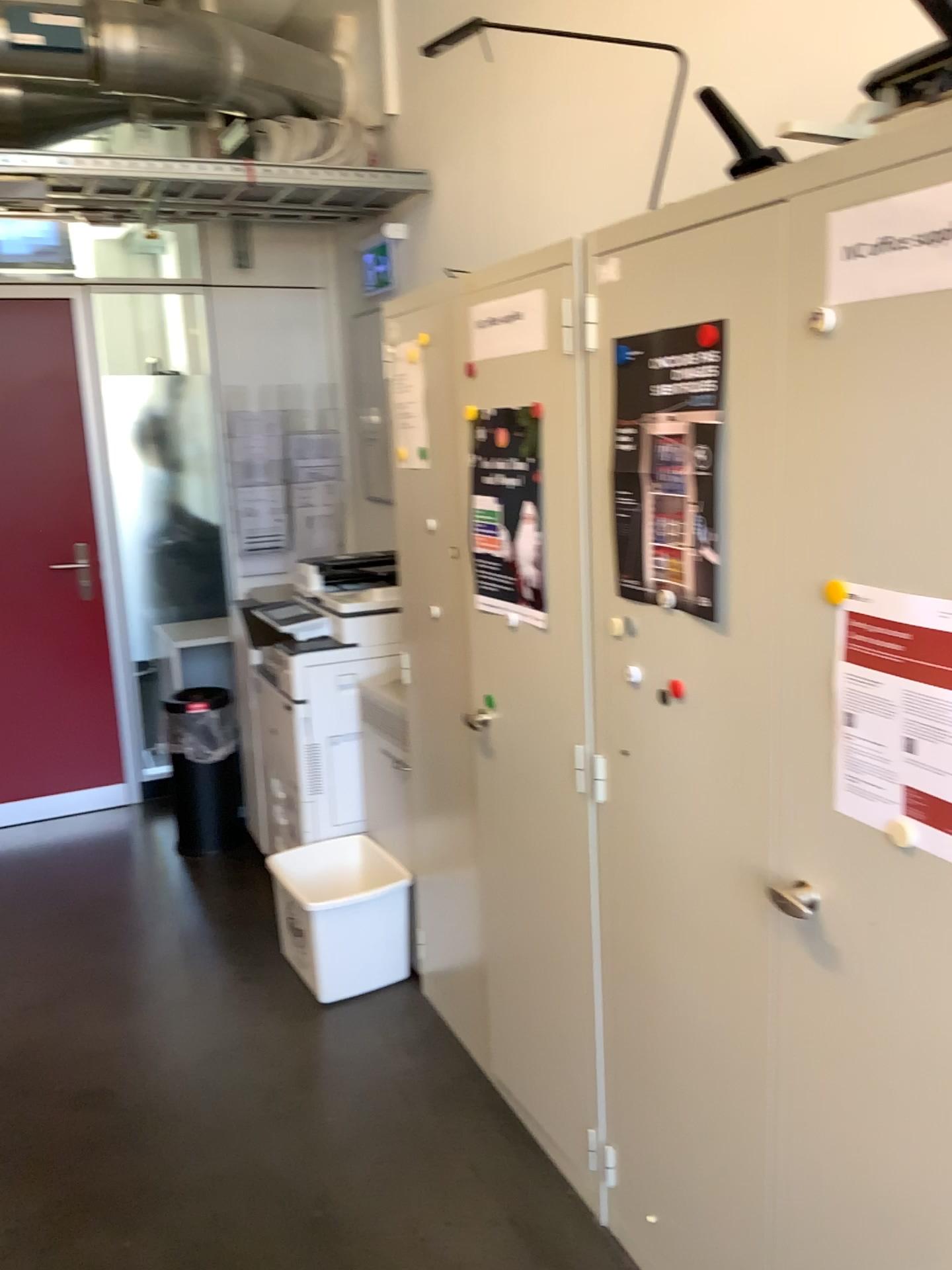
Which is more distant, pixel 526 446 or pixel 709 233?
pixel 526 446

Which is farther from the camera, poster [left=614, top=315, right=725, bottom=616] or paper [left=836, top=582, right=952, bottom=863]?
poster [left=614, top=315, right=725, bottom=616]

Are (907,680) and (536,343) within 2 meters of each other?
yes

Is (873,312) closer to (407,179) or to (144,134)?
(407,179)

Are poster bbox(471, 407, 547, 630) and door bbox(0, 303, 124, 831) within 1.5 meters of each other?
no

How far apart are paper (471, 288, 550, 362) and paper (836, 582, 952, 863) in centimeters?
89cm

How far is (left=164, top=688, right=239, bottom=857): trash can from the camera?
4.0m

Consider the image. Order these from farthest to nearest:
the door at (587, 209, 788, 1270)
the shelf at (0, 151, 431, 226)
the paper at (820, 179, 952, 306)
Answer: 1. the shelf at (0, 151, 431, 226)
2. the door at (587, 209, 788, 1270)
3. the paper at (820, 179, 952, 306)

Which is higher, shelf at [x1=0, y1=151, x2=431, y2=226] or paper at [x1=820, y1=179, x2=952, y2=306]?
shelf at [x1=0, y1=151, x2=431, y2=226]

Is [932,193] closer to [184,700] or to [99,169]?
[99,169]
